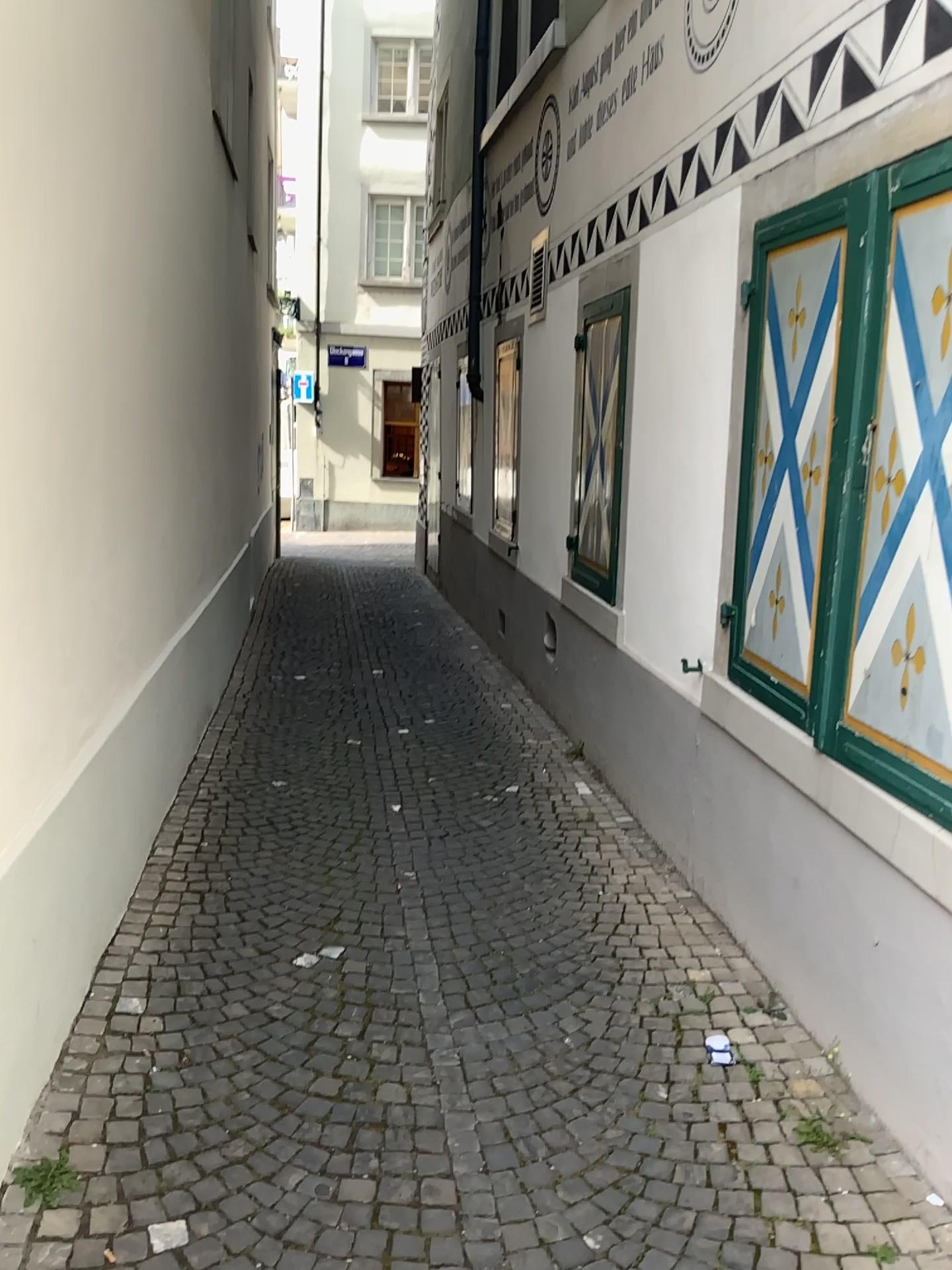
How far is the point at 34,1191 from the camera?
2.3 meters

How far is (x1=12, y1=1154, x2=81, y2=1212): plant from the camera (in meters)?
2.29

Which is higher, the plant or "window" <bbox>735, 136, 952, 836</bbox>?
"window" <bbox>735, 136, 952, 836</bbox>

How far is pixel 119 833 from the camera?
3.6 meters

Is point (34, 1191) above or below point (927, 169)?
below
